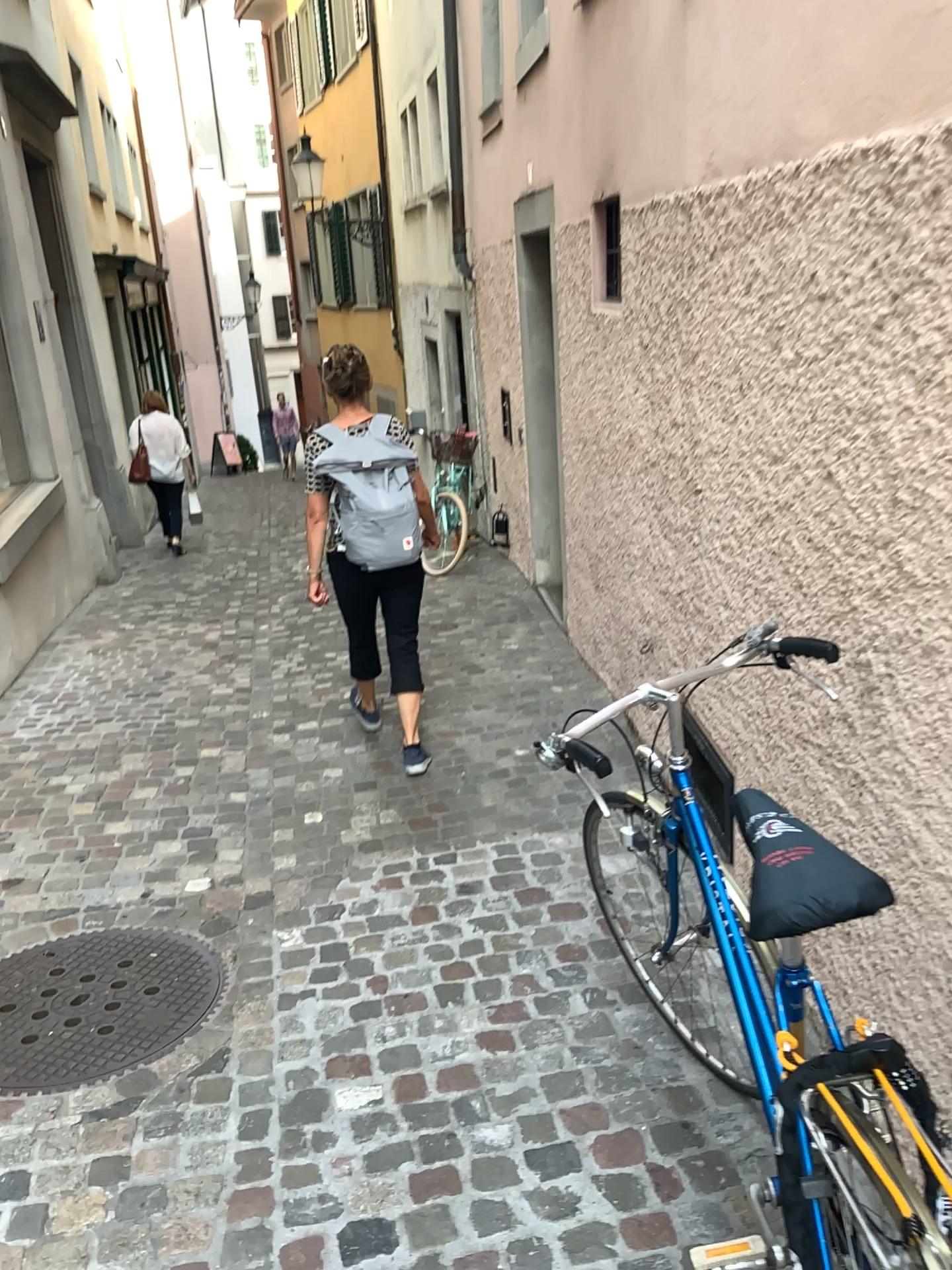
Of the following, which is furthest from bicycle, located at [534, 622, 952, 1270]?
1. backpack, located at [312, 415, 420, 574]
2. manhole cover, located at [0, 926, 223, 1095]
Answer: backpack, located at [312, 415, 420, 574]

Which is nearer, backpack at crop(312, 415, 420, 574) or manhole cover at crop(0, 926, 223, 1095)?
manhole cover at crop(0, 926, 223, 1095)

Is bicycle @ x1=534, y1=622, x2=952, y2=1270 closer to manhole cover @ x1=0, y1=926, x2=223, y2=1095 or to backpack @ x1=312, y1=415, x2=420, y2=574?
manhole cover @ x1=0, y1=926, x2=223, y2=1095

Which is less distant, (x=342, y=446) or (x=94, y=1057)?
(x=94, y=1057)

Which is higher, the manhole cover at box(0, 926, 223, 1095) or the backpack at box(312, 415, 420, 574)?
the backpack at box(312, 415, 420, 574)

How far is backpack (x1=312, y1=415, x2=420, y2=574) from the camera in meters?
3.8 m

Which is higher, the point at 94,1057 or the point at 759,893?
the point at 759,893

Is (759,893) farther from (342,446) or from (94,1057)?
(342,446)

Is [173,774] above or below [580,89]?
below

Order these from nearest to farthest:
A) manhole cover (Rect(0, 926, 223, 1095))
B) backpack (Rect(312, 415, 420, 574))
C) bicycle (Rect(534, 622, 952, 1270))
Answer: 1. bicycle (Rect(534, 622, 952, 1270))
2. manhole cover (Rect(0, 926, 223, 1095))
3. backpack (Rect(312, 415, 420, 574))
